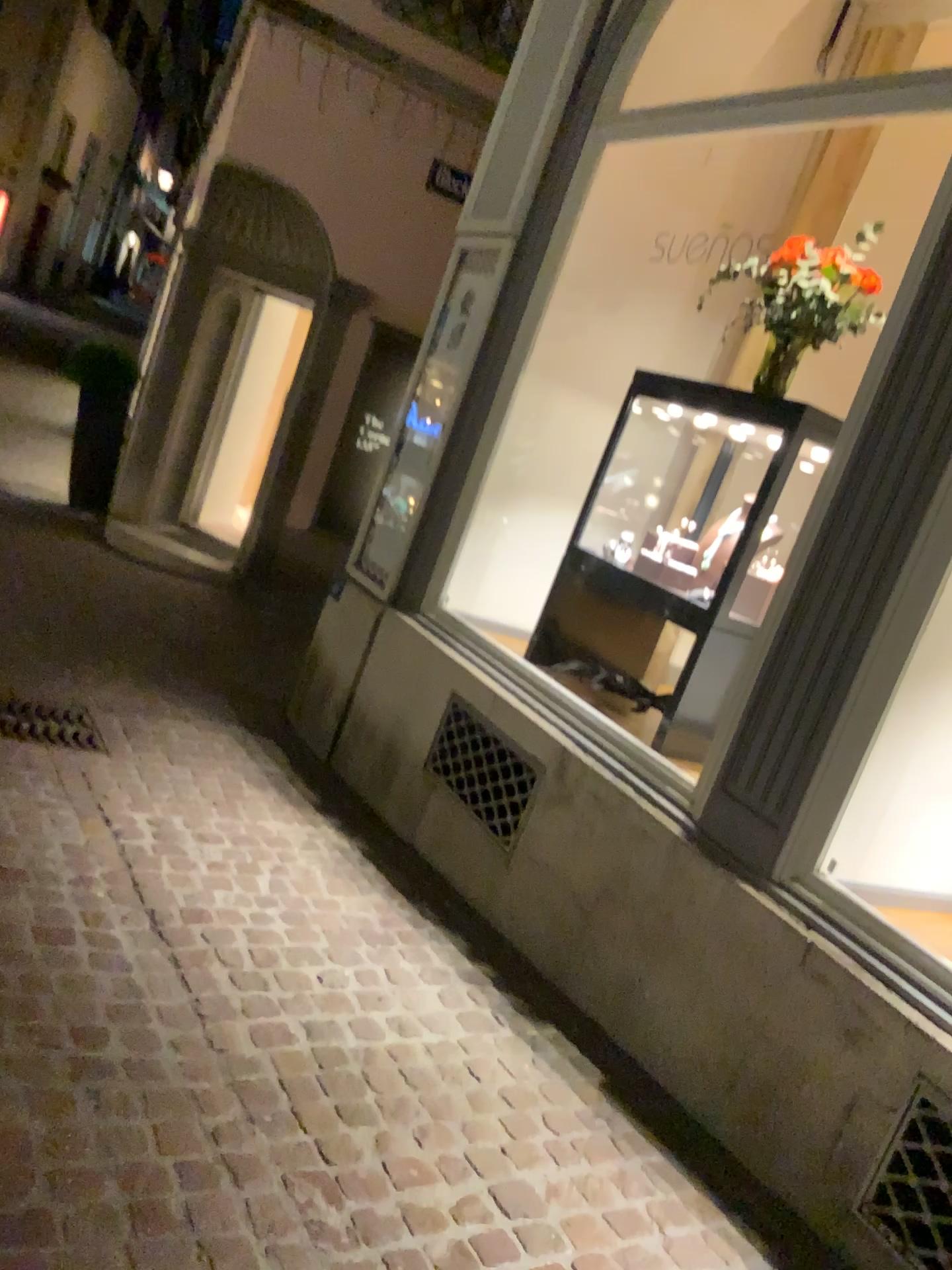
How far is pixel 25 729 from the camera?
3.9 meters

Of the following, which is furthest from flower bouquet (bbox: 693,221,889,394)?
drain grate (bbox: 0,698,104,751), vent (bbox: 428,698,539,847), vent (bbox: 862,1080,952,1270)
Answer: drain grate (bbox: 0,698,104,751)

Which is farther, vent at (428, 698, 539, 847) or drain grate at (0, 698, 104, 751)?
drain grate at (0, 698, 104, 751)

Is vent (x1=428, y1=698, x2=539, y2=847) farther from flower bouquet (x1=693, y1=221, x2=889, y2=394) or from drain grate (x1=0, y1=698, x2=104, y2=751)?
flower bouquet (x1=693, y1=221, x2=889, y2=394)

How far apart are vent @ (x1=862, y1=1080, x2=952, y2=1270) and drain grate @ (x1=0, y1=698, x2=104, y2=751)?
2.9m

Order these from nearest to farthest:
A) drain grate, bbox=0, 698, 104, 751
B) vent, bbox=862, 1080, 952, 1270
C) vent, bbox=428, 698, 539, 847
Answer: vent, bbox=862, 1080, 952, 1270, vent, bbox=428, 698, 539, 847, drain grate, bbox=0, 698, 104, 751

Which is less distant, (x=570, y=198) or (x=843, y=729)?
(x=843, y=729)

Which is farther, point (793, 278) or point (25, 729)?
point (25, 729)

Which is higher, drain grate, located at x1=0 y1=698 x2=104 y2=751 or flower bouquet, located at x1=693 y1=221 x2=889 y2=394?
flower bouquet, located at x1=693 y1=221 x2=889 y2=394

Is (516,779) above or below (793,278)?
below
